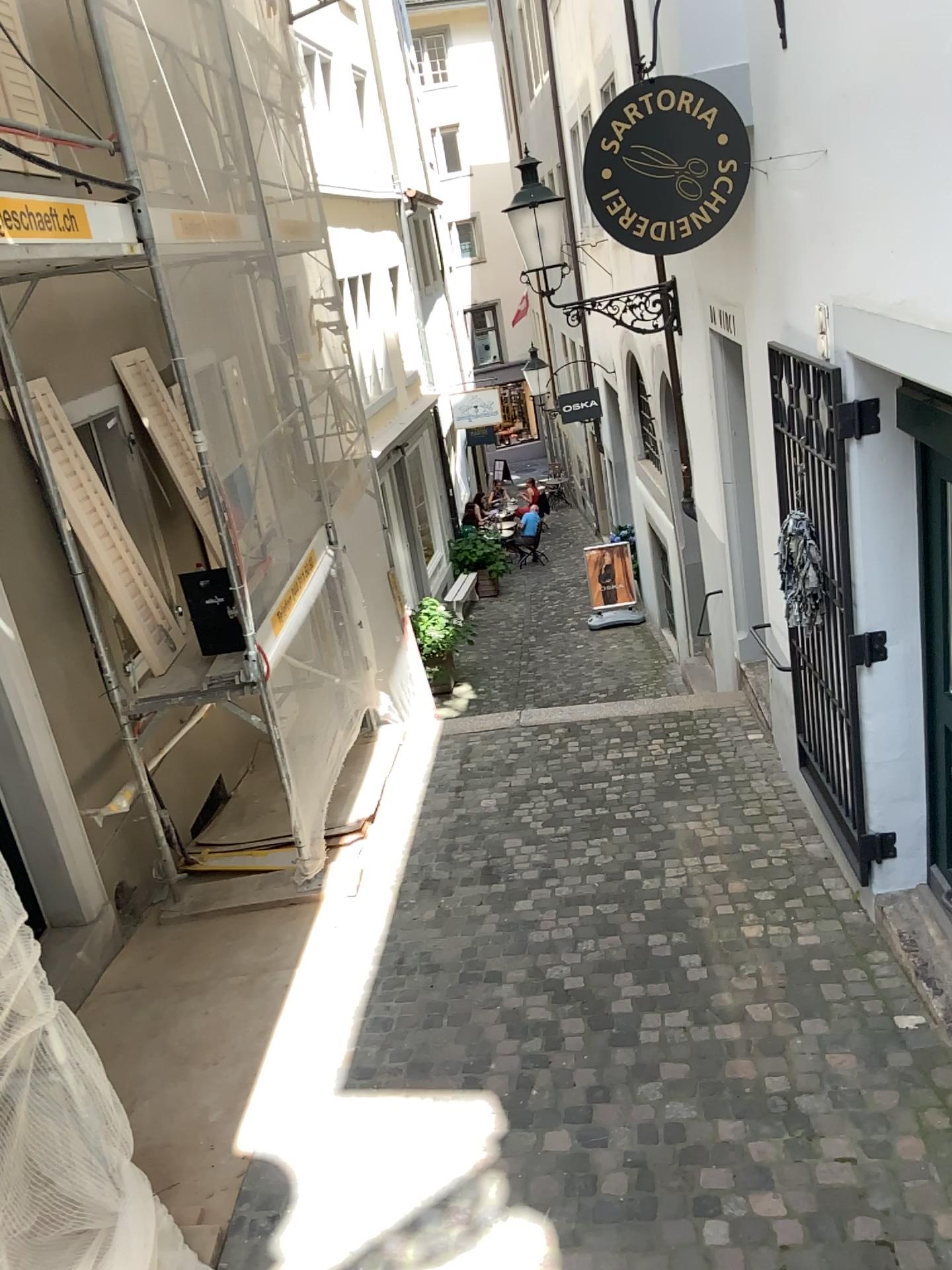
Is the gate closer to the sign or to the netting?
the sign

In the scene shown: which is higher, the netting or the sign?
the sign

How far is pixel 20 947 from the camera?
2.5m

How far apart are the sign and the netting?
3.1m

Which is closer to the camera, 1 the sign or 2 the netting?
2 the netting

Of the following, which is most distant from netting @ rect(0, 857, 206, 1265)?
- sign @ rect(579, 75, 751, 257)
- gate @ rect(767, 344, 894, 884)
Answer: sign @ rect(579, 75, 751, 257)

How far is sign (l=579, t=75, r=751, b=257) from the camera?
3.8m

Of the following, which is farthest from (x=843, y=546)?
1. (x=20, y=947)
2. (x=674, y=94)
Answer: (x=20, y=947)

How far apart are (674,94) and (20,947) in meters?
3.4 m

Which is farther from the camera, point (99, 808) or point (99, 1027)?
point (99, 808)
